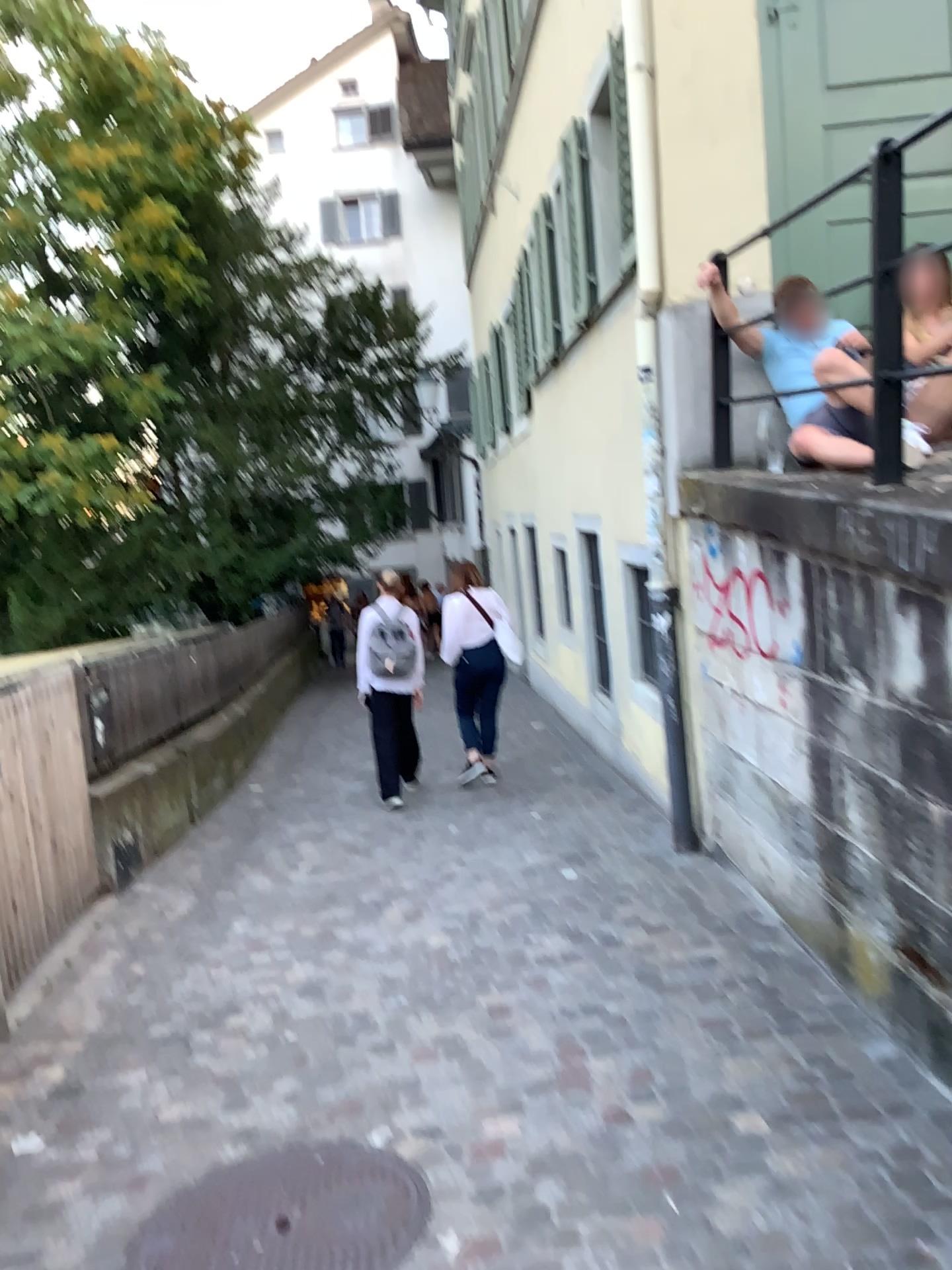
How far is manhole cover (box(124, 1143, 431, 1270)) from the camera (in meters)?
2.47

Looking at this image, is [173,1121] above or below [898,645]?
below

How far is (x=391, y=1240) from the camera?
2.5 meters
